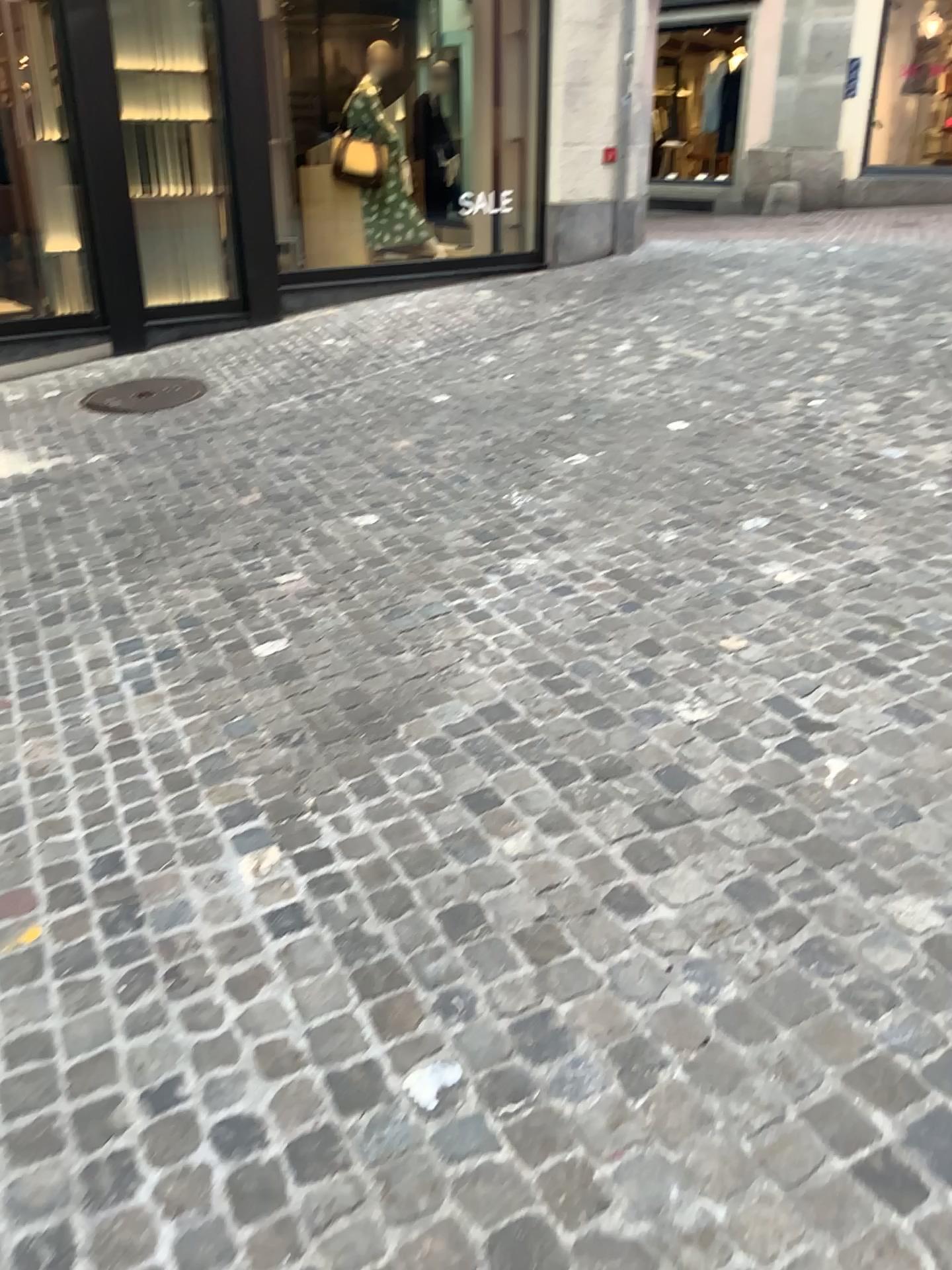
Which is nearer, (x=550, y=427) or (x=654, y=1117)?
(x=654, y=1117)
